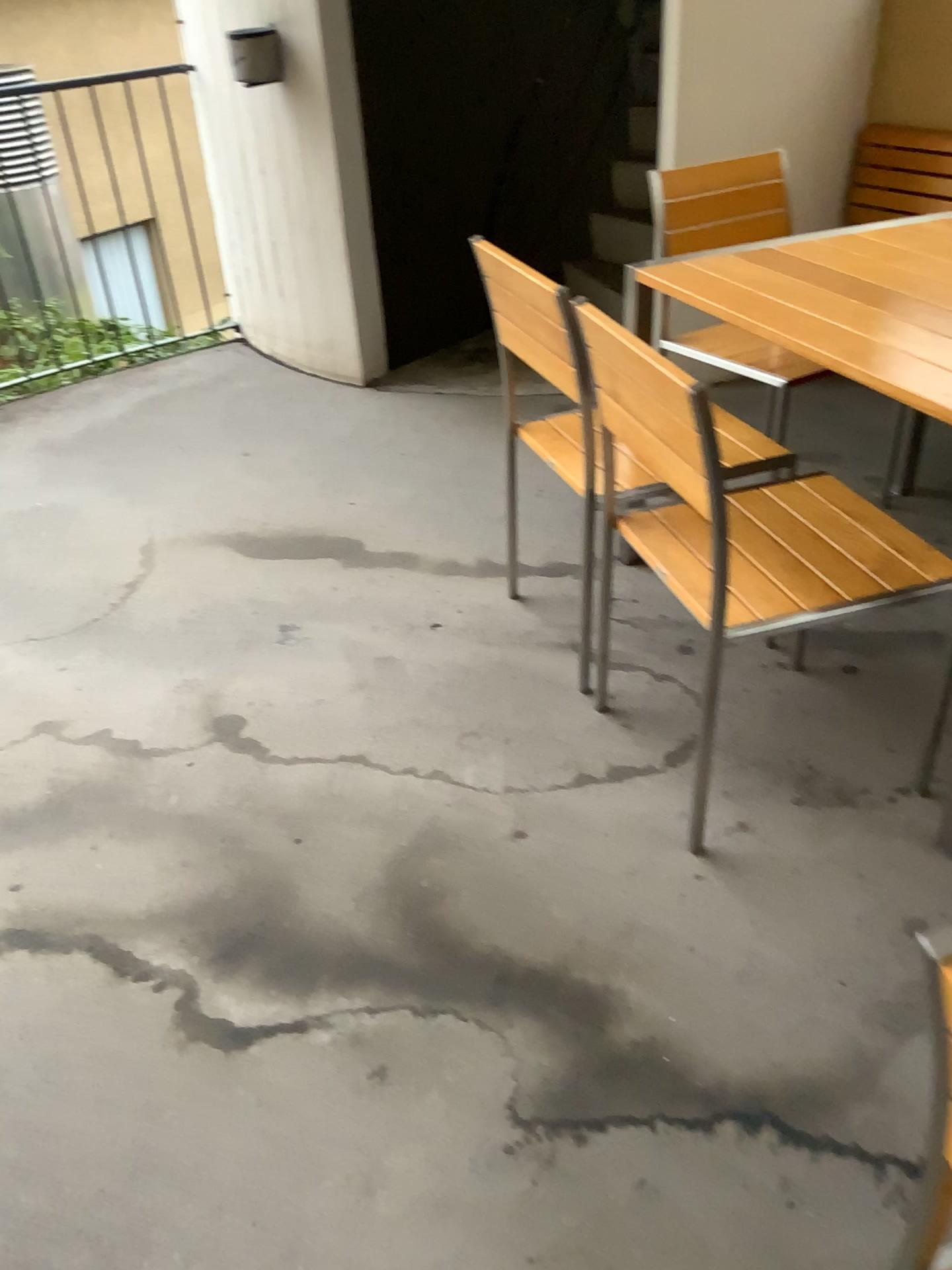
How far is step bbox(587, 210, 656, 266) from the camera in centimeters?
449cm

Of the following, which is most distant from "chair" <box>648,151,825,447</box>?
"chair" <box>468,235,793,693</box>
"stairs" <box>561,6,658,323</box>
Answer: "stairs" <box>561,6,658,323</box>

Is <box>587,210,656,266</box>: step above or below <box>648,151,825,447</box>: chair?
below

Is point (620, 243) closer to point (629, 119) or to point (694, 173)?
point (629, 119)

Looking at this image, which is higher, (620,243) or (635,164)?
(635,164)

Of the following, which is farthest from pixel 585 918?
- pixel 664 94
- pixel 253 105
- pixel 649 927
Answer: pixel 253 105

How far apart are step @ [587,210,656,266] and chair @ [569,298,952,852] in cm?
276

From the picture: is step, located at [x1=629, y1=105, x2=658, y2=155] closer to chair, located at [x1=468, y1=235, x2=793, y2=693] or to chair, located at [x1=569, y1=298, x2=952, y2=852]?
chair, located at [x1=468, y1=235, x2=793, y2=693]

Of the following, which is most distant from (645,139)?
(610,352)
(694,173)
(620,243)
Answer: A: (610,352)

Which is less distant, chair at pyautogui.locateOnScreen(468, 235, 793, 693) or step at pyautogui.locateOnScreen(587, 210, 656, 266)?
chair at pyautogui.locateOnScreen(468, 235, 793, 693)
